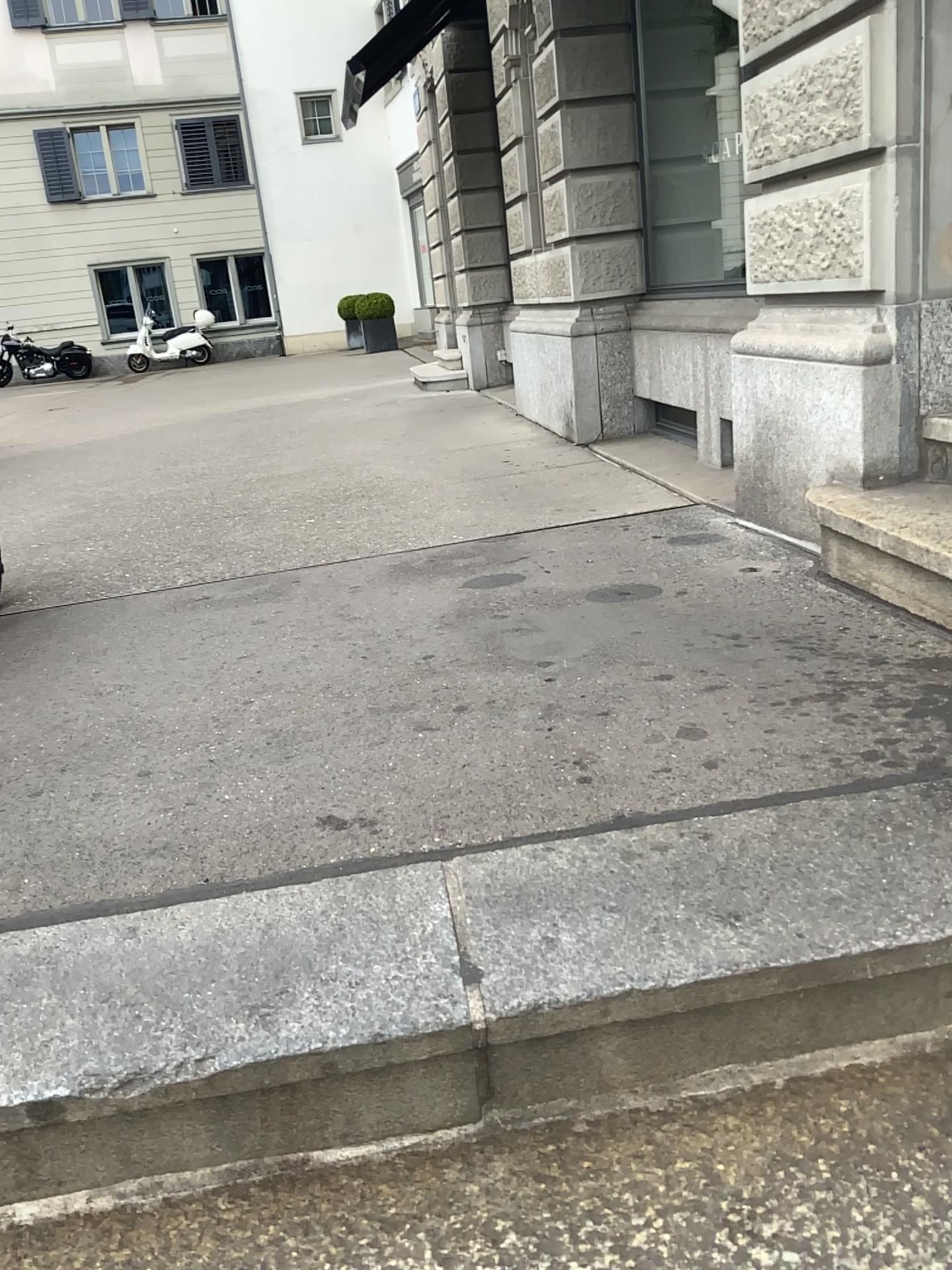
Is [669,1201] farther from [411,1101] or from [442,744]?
[442,744]
